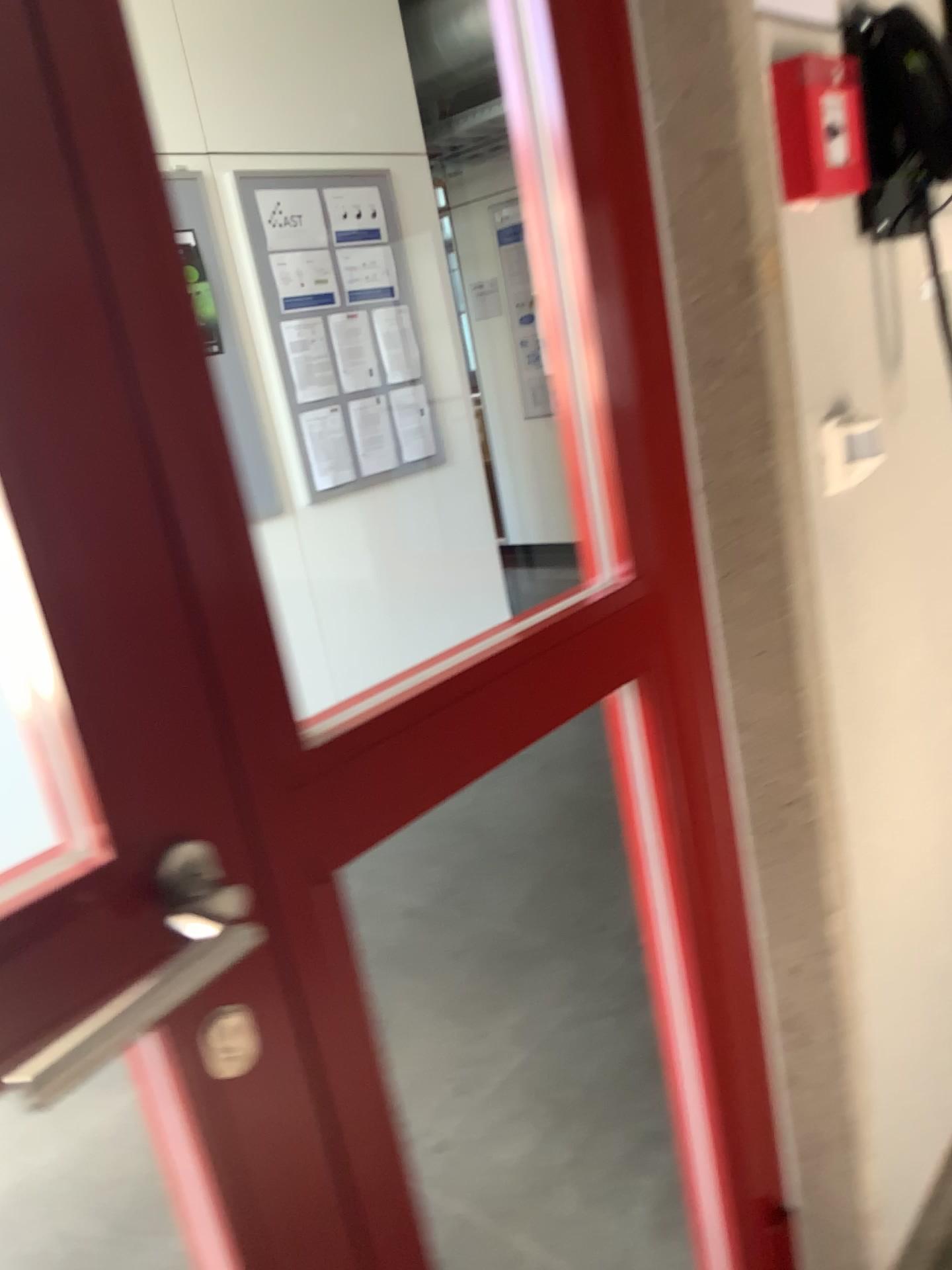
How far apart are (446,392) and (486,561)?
0.8m

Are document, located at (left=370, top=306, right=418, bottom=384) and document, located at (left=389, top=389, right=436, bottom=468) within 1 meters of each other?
yes

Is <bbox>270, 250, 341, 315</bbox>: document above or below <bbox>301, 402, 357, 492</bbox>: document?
above

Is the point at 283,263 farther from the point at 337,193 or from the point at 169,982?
the point at 169,982

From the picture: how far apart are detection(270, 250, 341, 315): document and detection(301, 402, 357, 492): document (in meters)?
0.39

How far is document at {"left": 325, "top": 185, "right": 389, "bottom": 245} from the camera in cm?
411

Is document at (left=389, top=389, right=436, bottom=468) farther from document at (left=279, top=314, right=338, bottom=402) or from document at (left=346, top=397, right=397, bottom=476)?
document at (left=279, top=314, right=338, bottom=402)

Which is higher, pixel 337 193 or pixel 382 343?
pixel 337 193

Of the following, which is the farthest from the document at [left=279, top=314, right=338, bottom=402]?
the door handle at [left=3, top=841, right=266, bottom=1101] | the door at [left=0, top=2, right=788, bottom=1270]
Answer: the door handle at [left=3, top=841, right=266, bottom=1101]

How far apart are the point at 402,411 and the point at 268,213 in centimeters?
96cm
